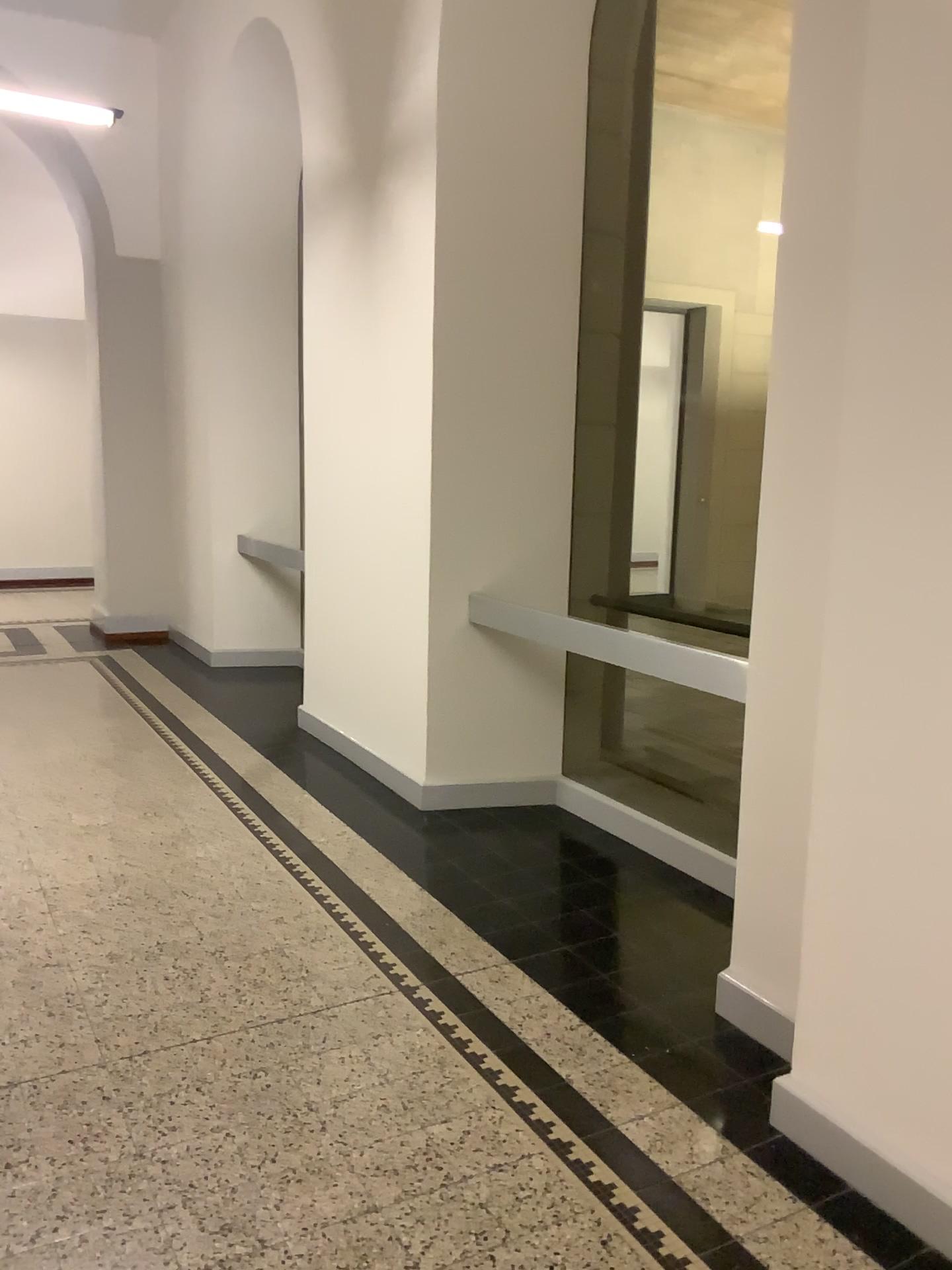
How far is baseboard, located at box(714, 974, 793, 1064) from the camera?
2.62m

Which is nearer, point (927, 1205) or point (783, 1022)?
point (927, 1205)

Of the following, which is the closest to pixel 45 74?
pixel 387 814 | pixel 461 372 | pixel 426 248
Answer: pixel 426 248

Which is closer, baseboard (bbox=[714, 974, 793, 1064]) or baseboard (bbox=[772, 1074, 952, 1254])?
baseboard (bbox=[772, 1074, 952, 1254])

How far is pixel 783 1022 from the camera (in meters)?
2.62
